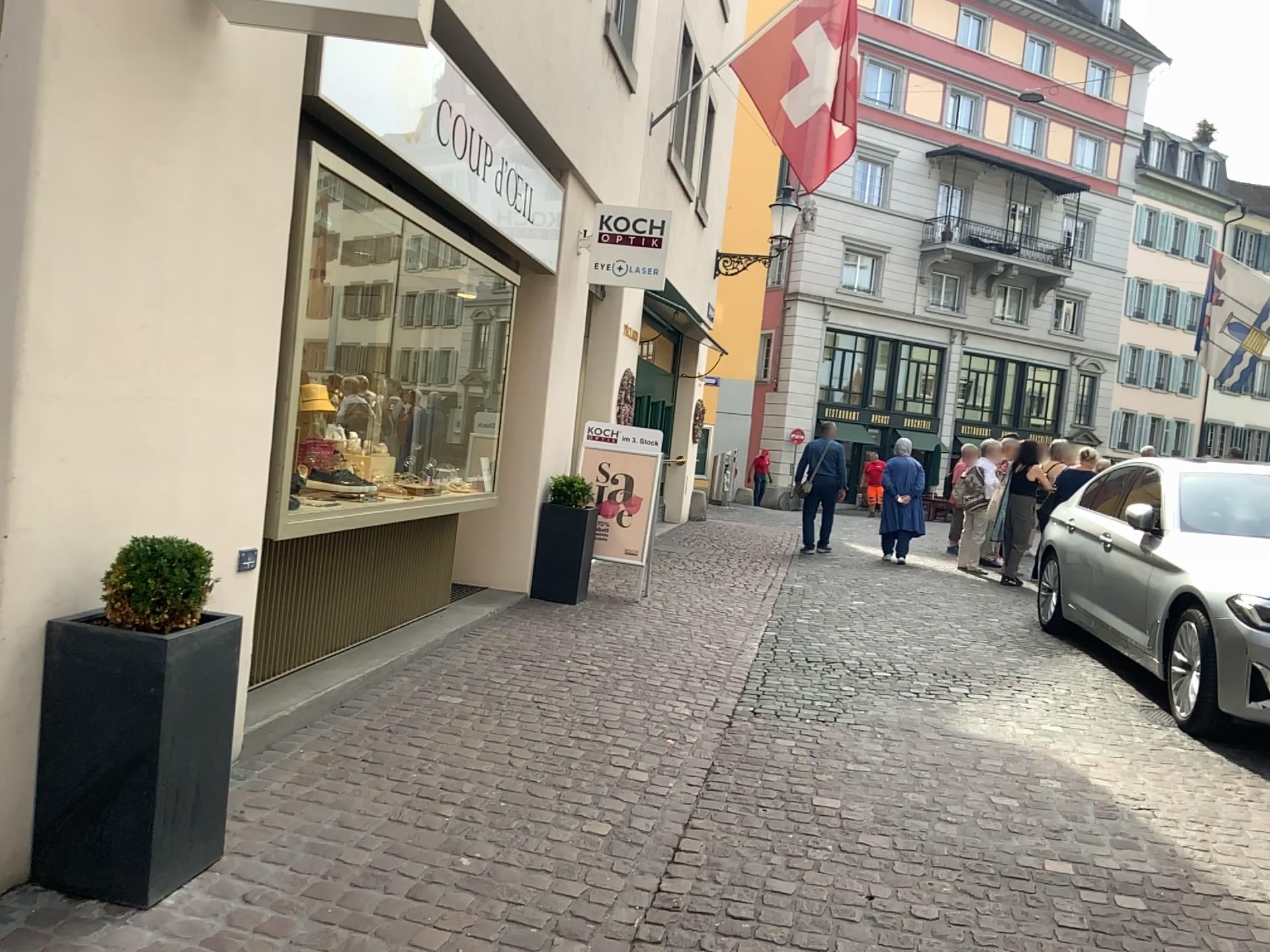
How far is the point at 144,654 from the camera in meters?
2.6 m

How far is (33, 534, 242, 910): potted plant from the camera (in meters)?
2.65

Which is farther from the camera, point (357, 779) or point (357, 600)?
point (357, 600)

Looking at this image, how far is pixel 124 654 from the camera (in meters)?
2.65

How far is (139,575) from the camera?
2.7m

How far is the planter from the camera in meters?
2.6

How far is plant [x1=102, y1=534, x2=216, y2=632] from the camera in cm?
273
